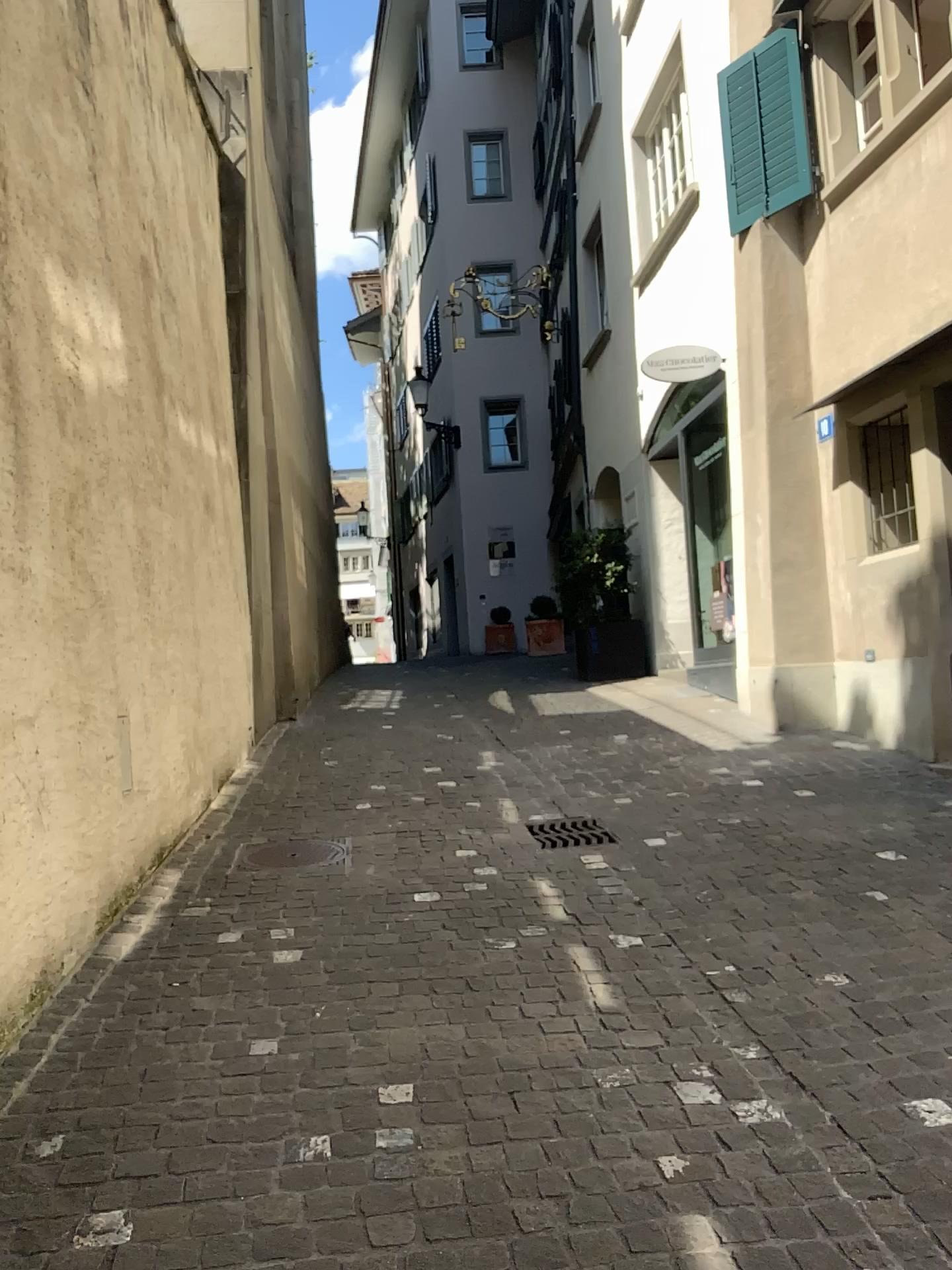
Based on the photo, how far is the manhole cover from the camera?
4.6m

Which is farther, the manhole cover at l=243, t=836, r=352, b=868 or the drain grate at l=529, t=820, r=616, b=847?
the drain grate at l=529, t=820, r=616, b=847

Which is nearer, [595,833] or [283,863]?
[283,863]

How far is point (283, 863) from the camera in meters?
4.6 m

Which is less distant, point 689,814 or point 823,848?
point 823,848
